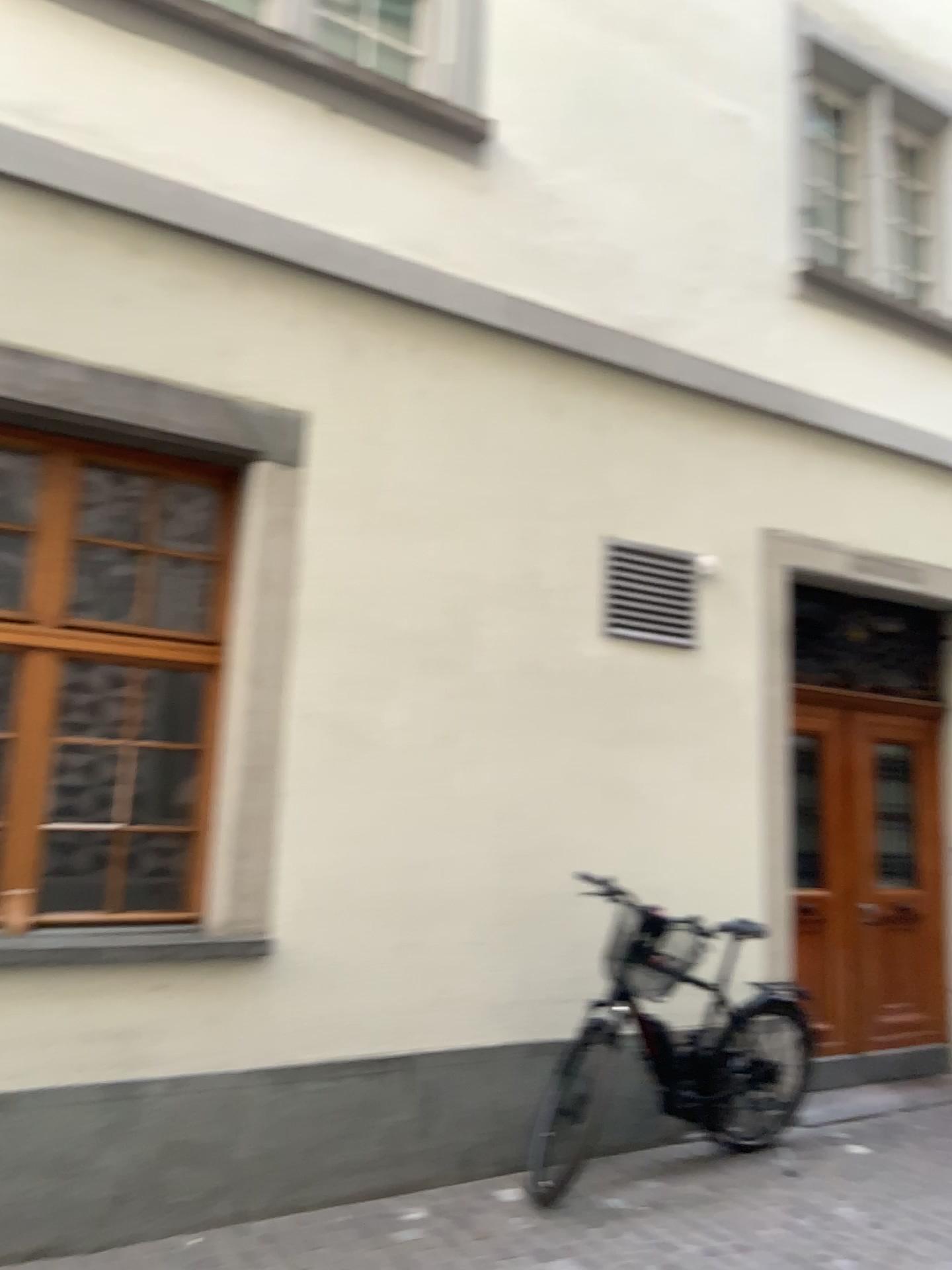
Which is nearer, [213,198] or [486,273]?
[213,198]
